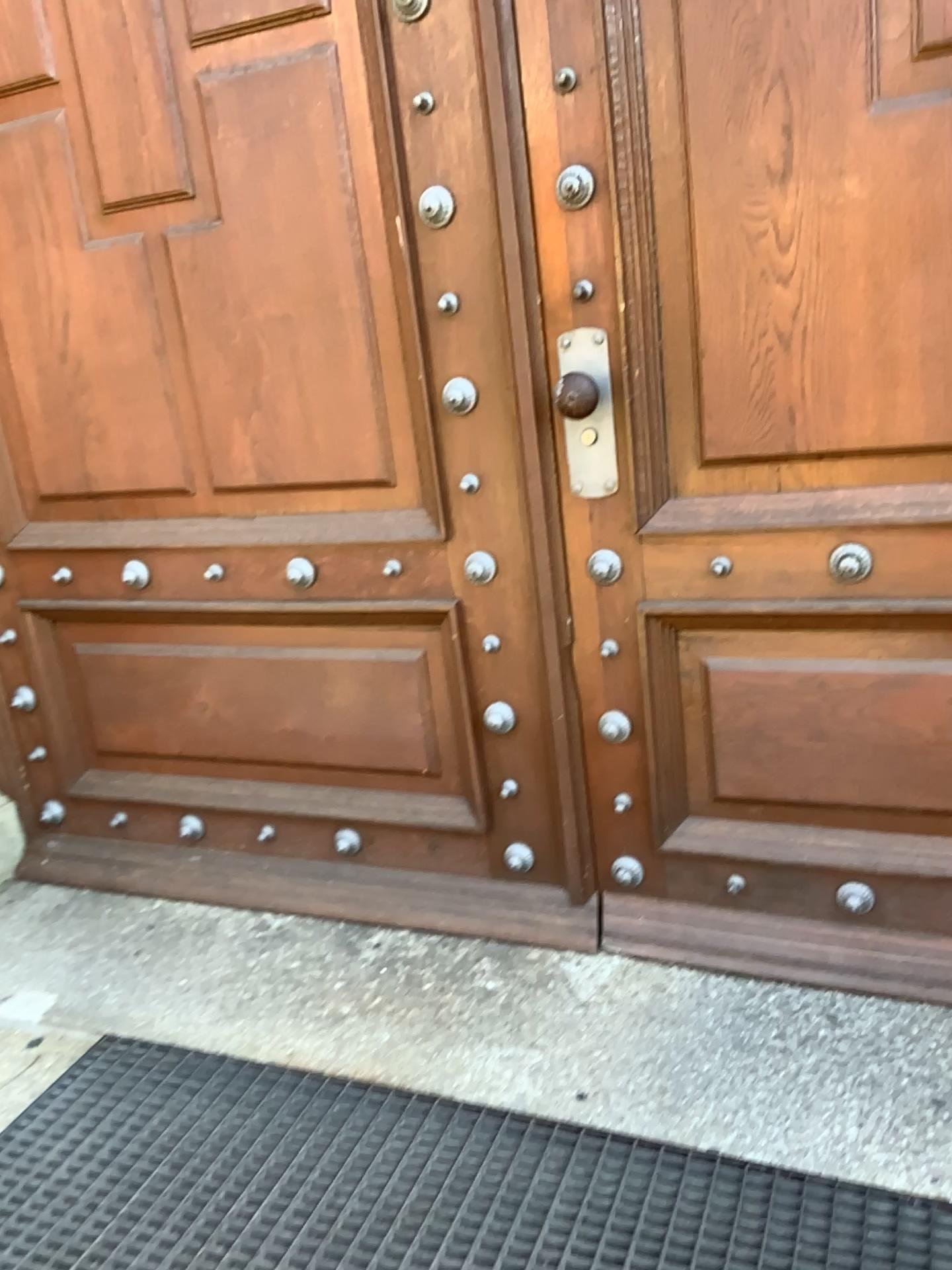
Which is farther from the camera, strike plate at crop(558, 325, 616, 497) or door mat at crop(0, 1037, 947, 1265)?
strike plate at crop(558, 325, 616, 497)

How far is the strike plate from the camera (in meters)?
1.72

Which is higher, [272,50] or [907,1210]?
[272,50]

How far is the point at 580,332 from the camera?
1.7 meters

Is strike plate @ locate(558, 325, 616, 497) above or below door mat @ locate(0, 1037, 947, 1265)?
above

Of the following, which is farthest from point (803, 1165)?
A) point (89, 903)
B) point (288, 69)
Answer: point (288, 69)

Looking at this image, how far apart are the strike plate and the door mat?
1.0m

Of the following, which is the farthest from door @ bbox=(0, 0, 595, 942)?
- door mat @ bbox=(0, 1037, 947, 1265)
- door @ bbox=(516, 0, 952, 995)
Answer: door mat @ bbox=(0, 1037, 947, 1265)

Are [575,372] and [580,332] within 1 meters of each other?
yes

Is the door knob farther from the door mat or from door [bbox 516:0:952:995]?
the door mat
